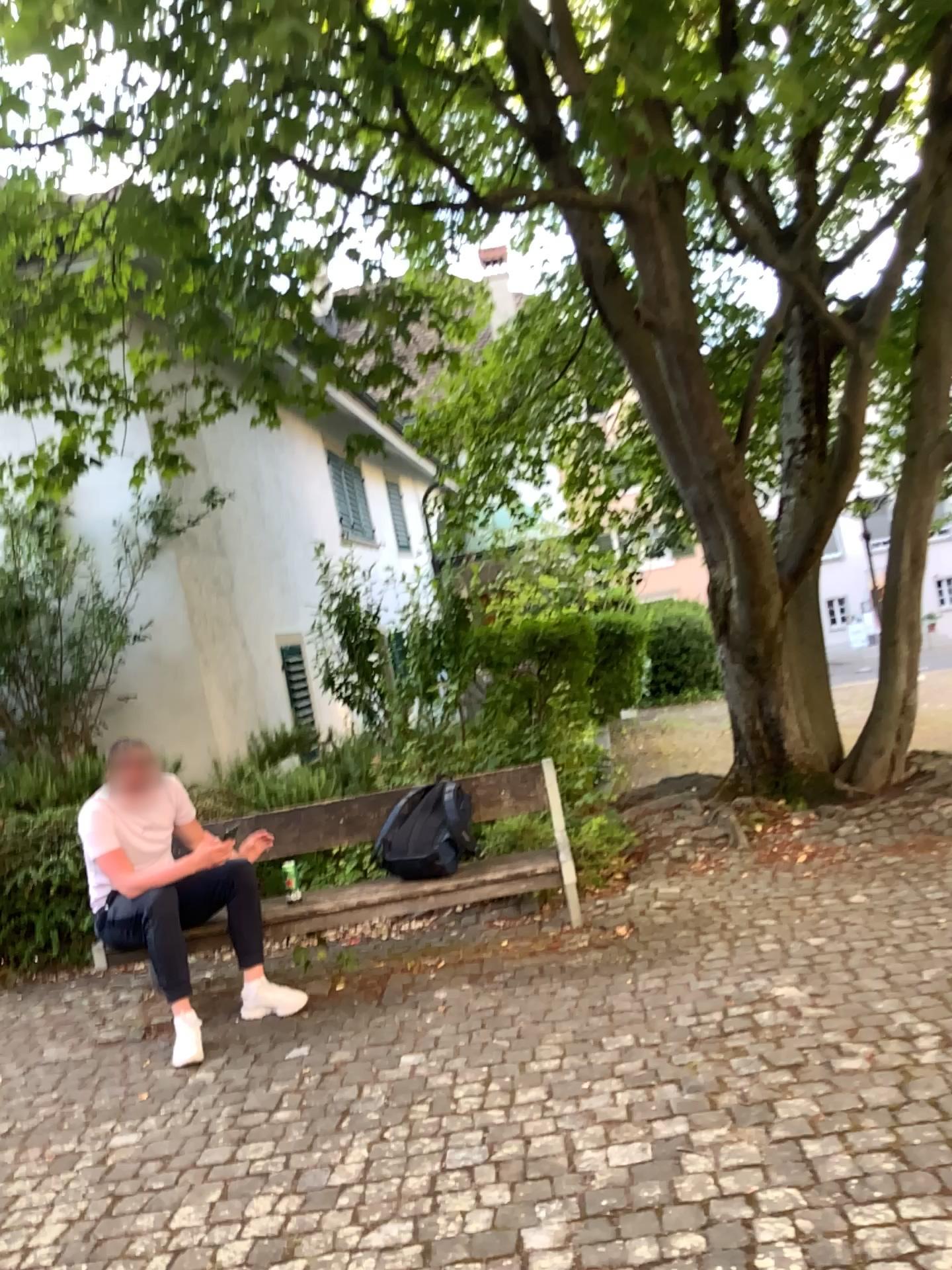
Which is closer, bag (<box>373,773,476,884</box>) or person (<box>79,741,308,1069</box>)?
person (<box>79,741,308,1069</box>)

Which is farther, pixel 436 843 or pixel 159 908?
pixel 436 843

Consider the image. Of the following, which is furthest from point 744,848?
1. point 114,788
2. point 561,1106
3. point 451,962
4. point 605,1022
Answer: point 114,788
